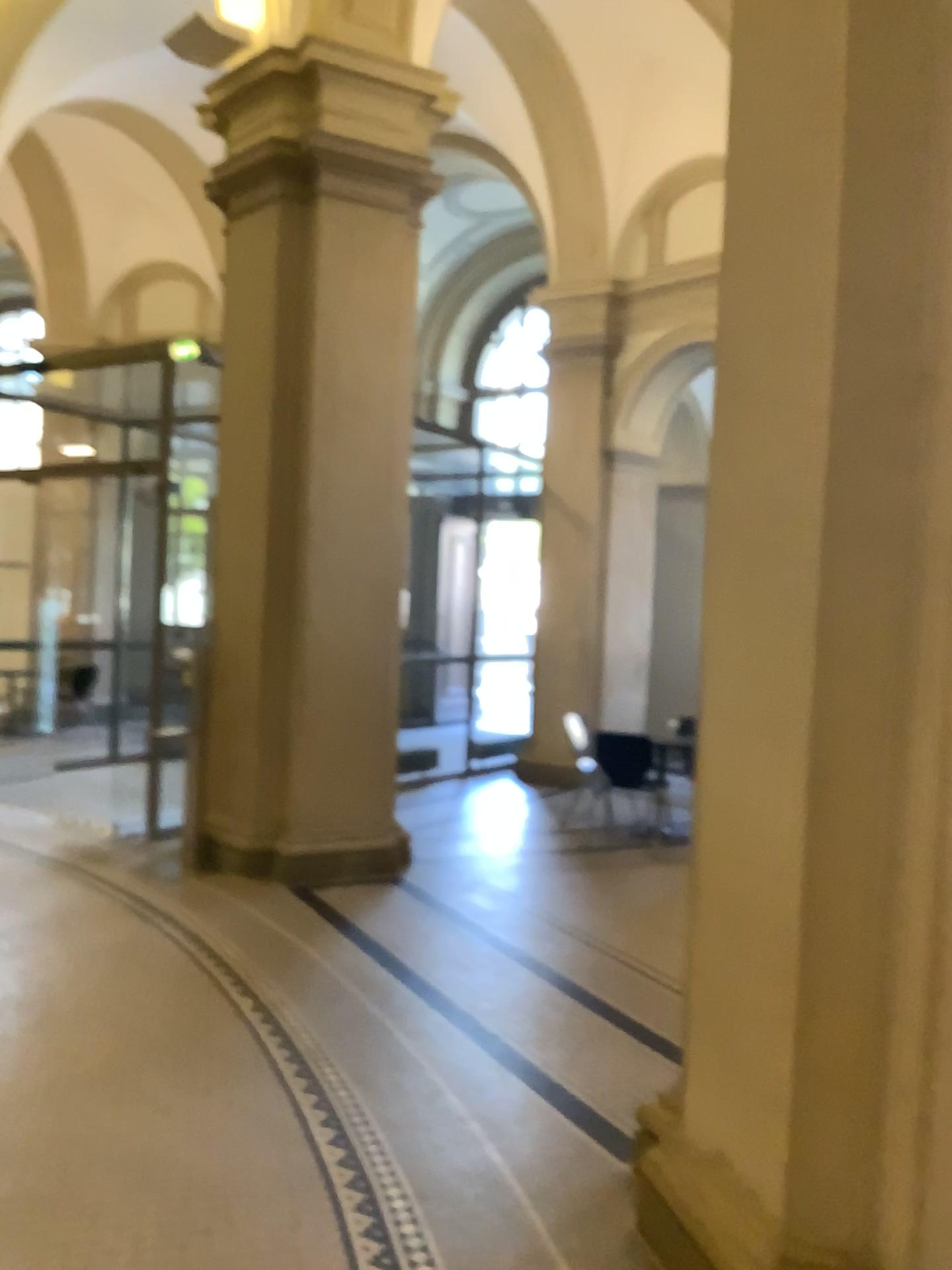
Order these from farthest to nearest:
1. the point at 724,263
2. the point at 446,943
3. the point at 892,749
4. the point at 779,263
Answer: the point at 446,943, the point at 724,263, the point at 779,263, the point at 892,749

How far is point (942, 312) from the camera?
2.2 meters

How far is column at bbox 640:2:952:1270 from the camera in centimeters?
216cm
